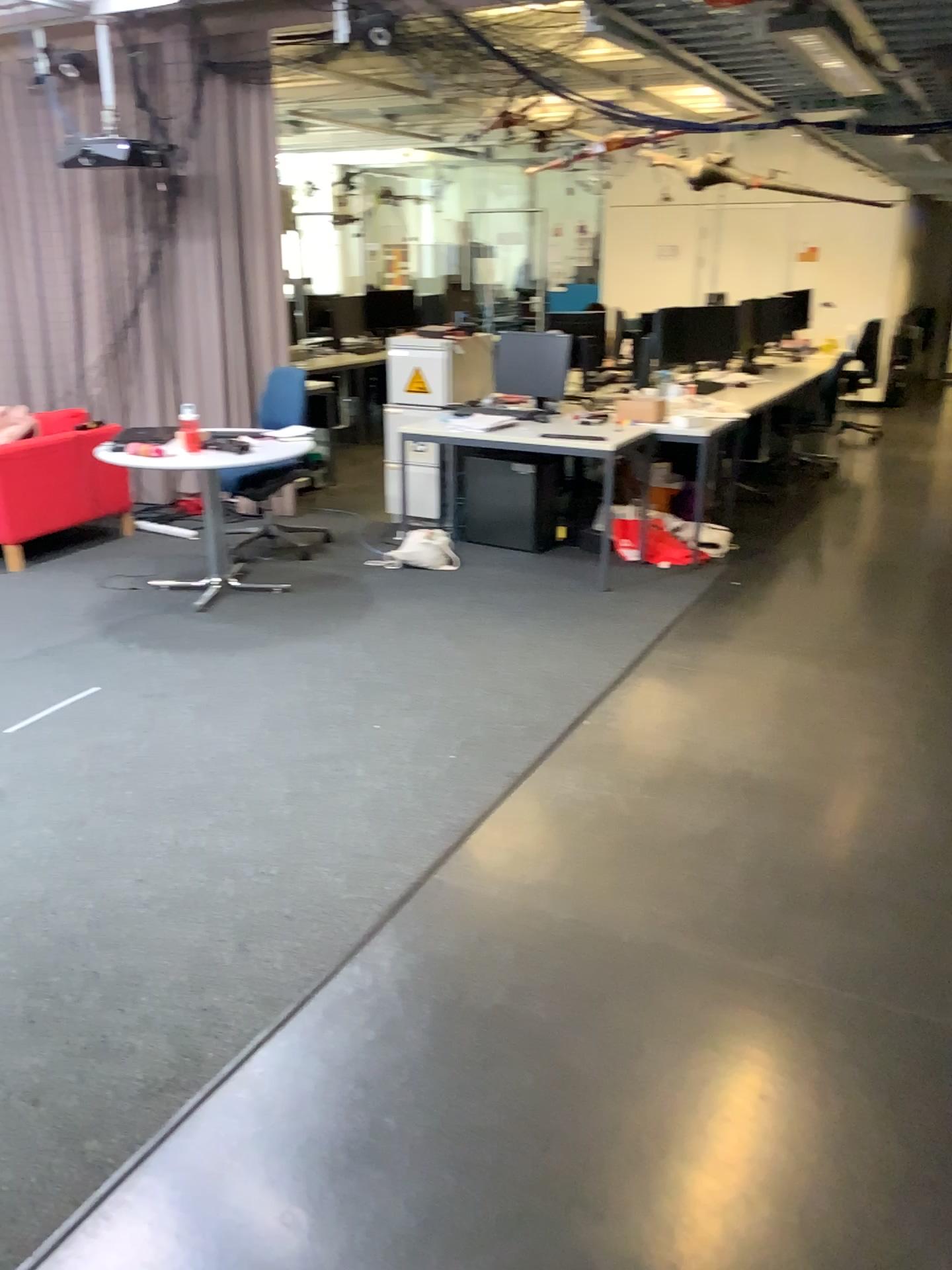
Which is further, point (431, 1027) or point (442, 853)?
point (442, 853)
